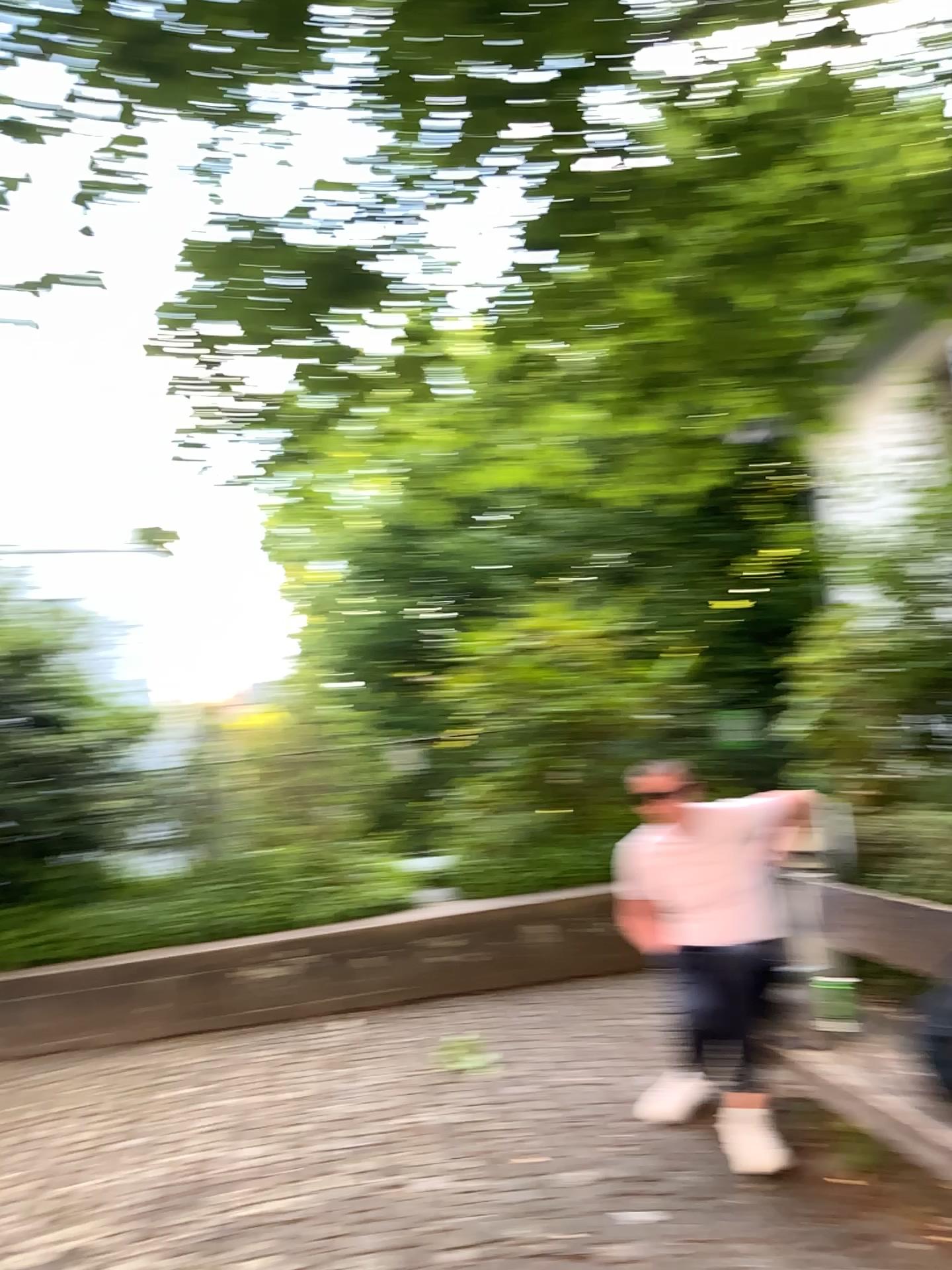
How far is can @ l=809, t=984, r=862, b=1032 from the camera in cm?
327

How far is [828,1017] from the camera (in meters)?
3.27

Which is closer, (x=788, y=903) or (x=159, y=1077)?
(x=788, y=903)
